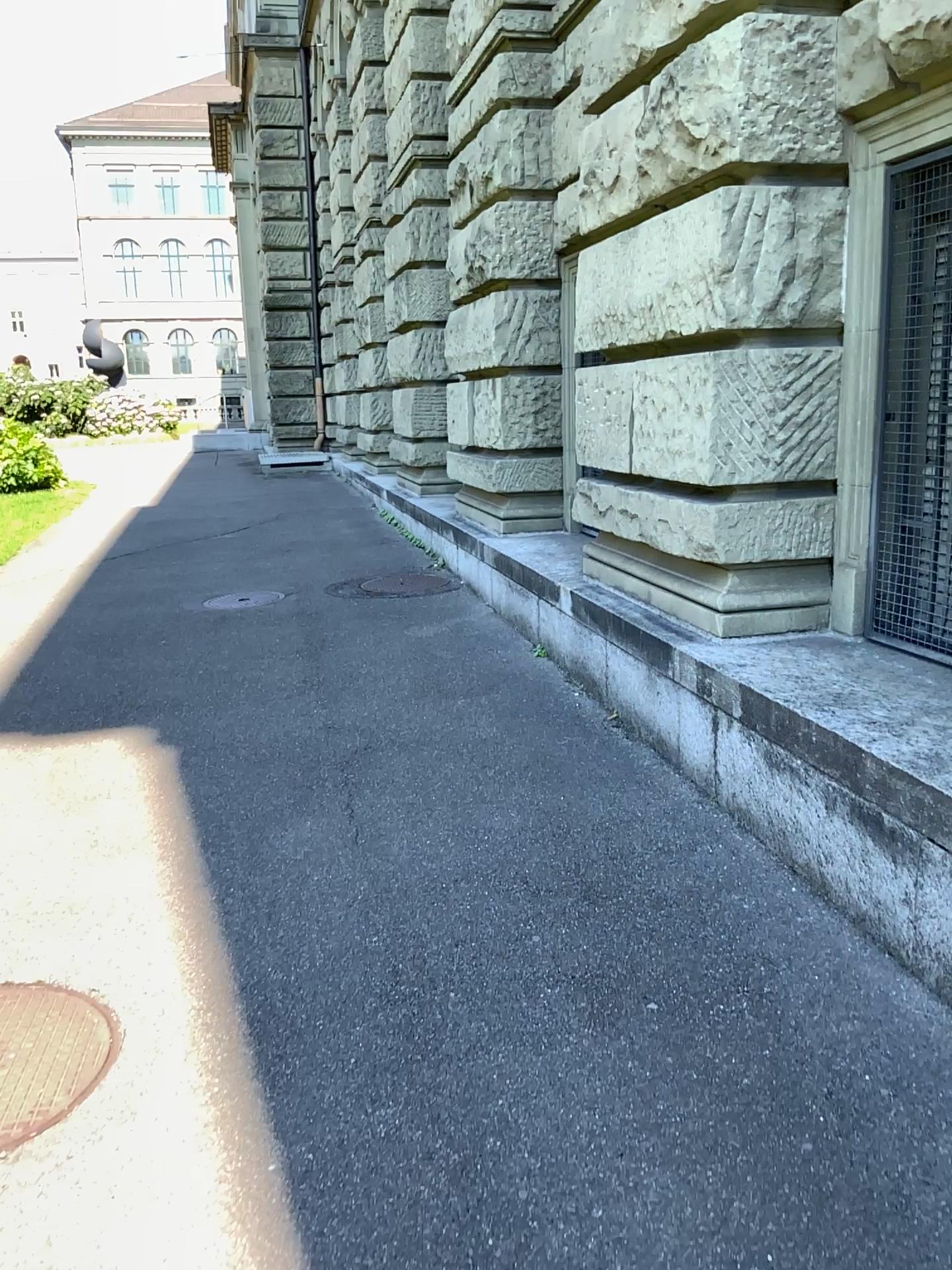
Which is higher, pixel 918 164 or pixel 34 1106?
pixel 918 164

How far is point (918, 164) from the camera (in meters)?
3.29

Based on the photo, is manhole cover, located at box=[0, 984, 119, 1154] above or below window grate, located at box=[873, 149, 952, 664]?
below

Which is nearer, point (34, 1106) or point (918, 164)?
point (34, 1106)

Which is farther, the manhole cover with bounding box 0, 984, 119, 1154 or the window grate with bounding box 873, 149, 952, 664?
the window grate with bounding box 873, 149, 952, 664

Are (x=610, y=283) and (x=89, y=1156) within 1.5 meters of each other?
no

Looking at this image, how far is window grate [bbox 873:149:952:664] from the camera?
3.3 meters
